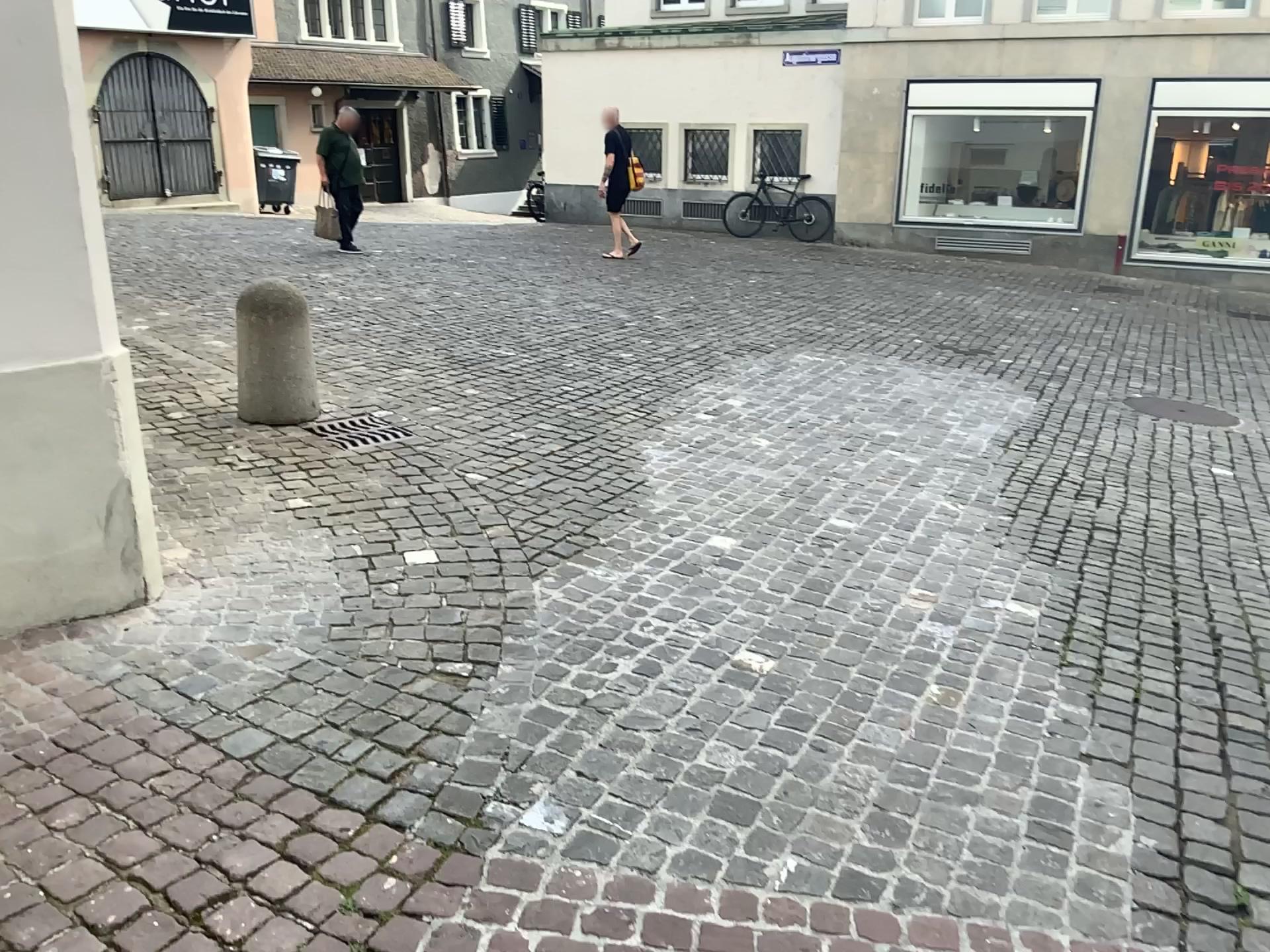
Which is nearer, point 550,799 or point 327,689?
point 550,799
